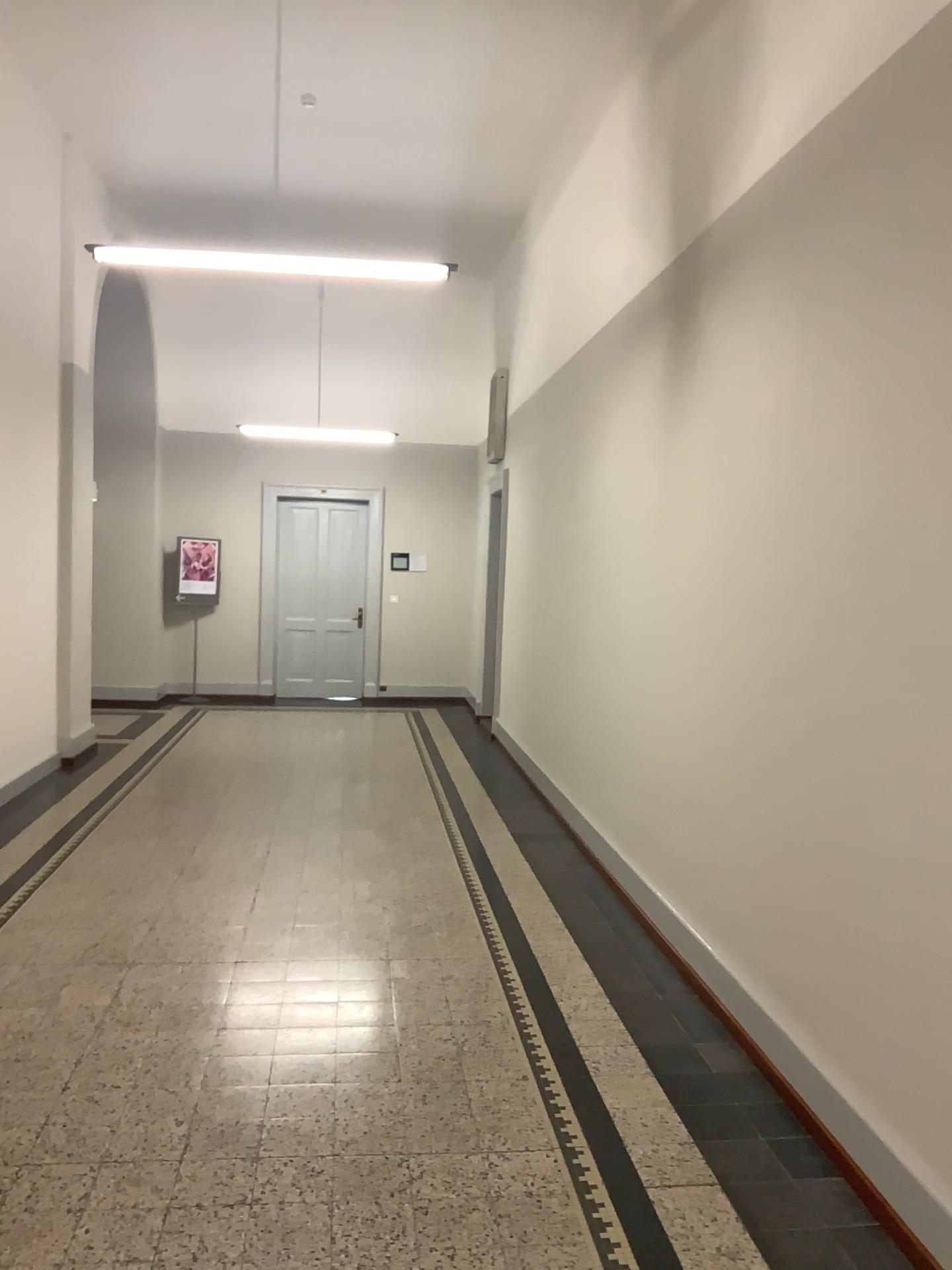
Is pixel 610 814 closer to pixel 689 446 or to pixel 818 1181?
pixel 689 446
